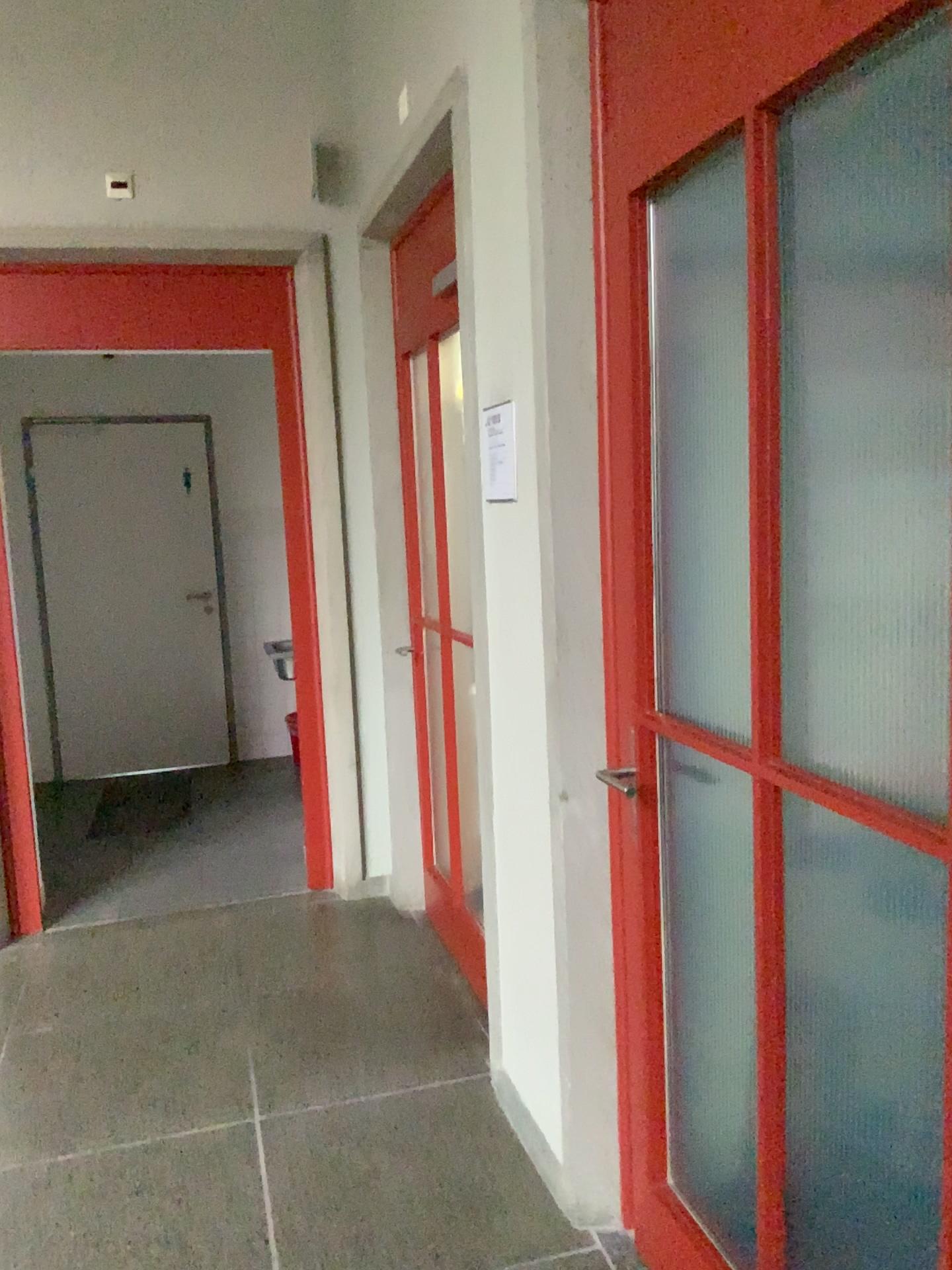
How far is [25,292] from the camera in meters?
3.7 m

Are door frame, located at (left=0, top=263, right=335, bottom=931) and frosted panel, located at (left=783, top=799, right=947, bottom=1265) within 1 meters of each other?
no

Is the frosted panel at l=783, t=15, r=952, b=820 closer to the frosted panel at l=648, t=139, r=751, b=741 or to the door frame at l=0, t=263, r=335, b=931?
the frosted panel at l=648, t=139, r=751, b=741

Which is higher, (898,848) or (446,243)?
(446,243)

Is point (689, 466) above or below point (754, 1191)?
above

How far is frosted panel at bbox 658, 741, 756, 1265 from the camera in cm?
205

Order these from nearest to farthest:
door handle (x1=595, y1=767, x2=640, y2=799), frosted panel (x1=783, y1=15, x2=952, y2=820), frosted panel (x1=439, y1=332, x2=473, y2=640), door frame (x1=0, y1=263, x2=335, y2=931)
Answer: frosted panel (x1=783, y1=15, x2=952, y2=820) < door handle (x1=595, y1=767, x2=640, y2=799) < frosted panel (x1=439, y1=332, x2=473, y2=640) < door frame (x1=0, y1=263, x2=335, y2=931)

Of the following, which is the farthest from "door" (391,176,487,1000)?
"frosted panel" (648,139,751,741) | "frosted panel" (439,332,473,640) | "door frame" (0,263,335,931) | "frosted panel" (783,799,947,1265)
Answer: "frosted panel" (783,799,947,1265)

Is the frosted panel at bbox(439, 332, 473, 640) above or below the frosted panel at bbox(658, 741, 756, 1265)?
above

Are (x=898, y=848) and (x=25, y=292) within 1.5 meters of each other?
Result: no
